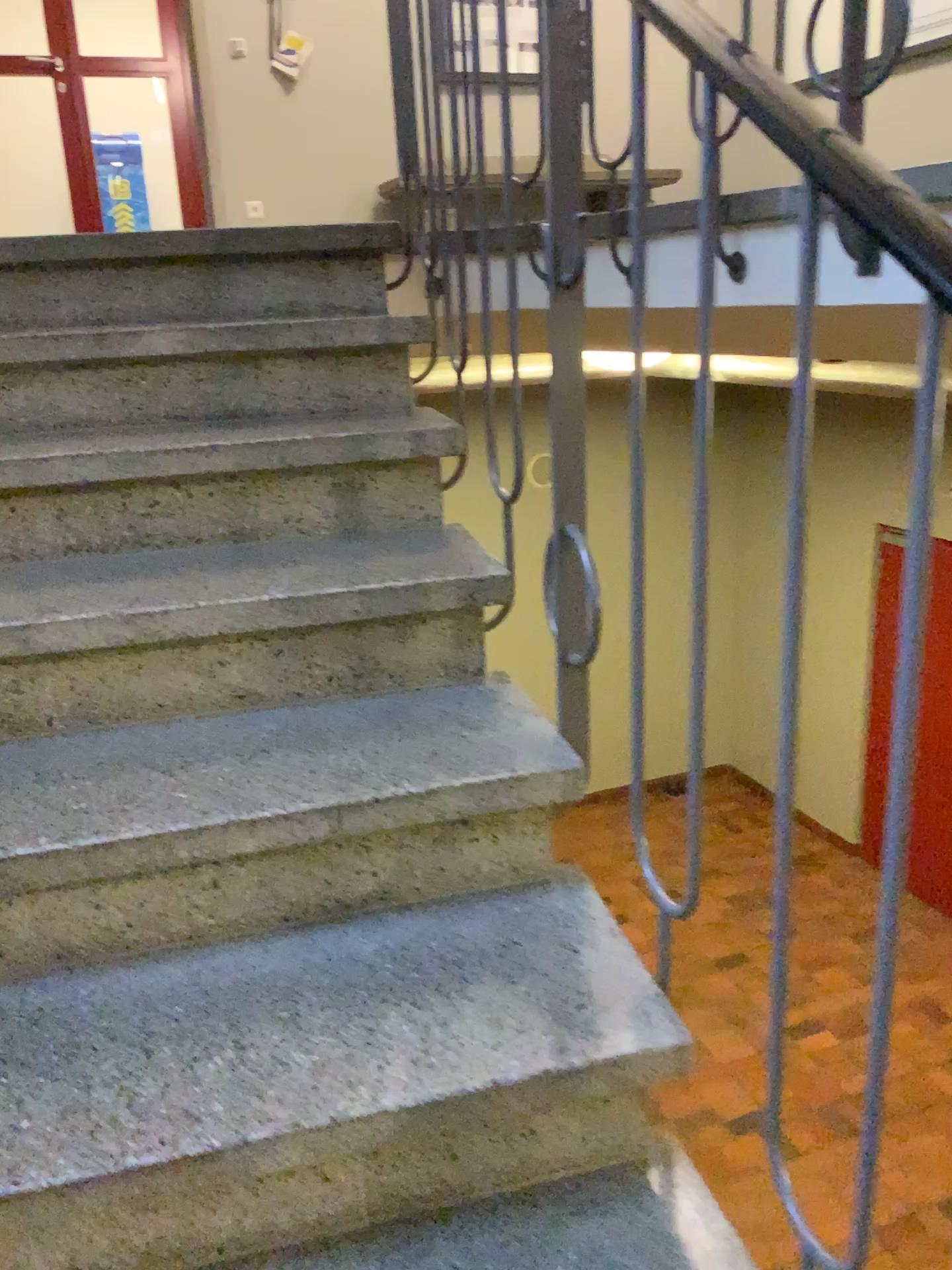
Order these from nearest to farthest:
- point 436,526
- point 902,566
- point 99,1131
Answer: point 902,566 < point 99,1131 < point 436,526
